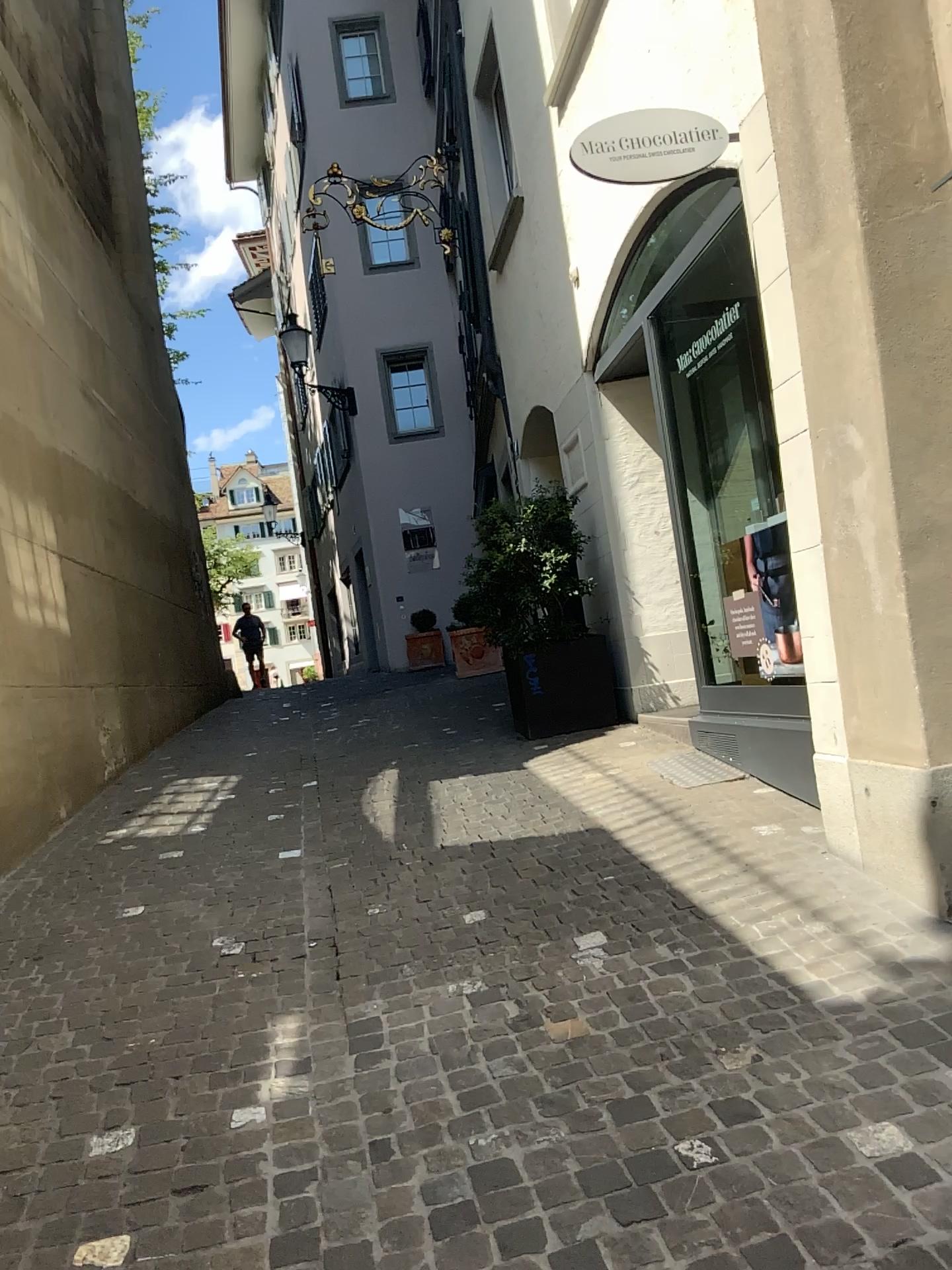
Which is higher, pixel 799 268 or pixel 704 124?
pixel 704 124
